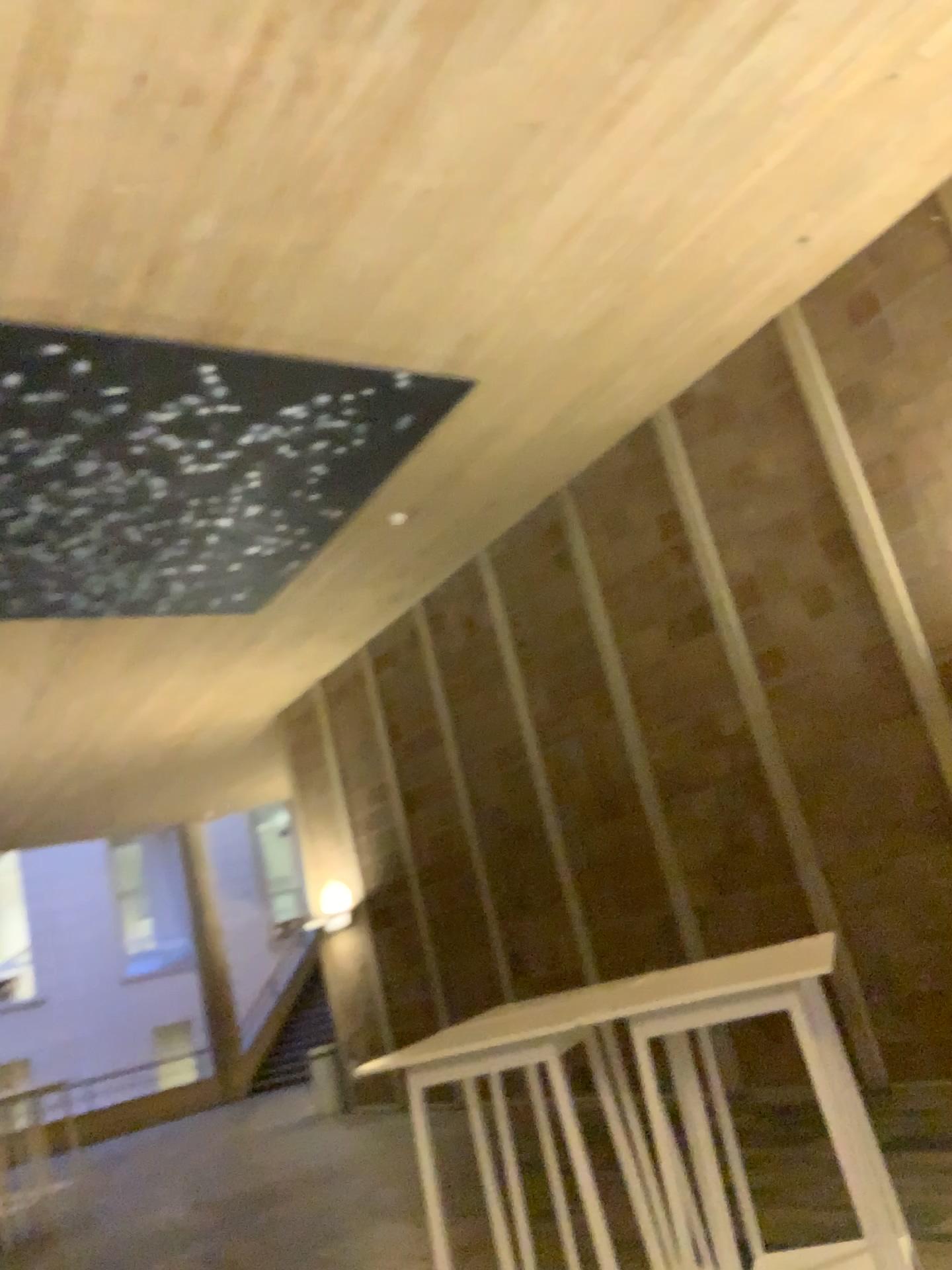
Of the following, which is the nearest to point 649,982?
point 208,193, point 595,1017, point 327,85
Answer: point 595,1017
